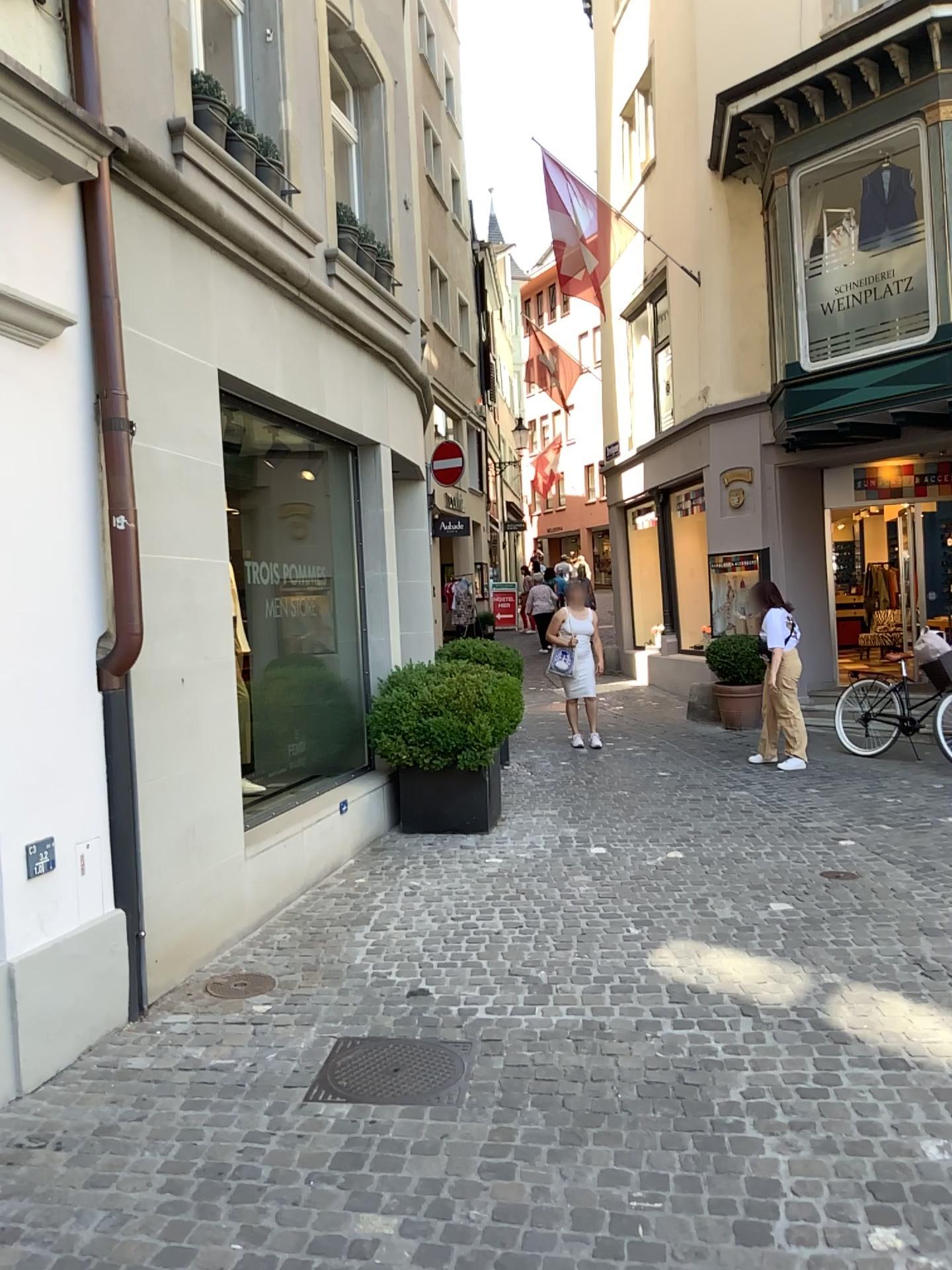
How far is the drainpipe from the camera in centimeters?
388cm

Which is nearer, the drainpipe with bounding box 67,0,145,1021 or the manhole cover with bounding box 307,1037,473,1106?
the manhole cover with bounding box 307,1037,473,1106

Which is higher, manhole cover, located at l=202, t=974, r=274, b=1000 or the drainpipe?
the drainpipe

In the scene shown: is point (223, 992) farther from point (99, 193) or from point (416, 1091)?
point (99, 193)

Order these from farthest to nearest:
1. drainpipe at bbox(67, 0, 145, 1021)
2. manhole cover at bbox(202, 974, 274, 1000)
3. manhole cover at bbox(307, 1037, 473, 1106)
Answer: manhole cover at bbox(202, 974, 274, 1000), drainpipe at bbox(67, 0, 145, 1021), manhole cover at bbox(307, 1037, 473, 1106)

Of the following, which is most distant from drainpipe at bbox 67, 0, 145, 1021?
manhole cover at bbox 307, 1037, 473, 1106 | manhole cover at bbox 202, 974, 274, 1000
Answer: manhole cover at bbox 307, 1037, 473, 1106

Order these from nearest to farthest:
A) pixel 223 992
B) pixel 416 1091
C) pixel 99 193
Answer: pixel 416 1091 < pixel 99 193 < pixel 223 992

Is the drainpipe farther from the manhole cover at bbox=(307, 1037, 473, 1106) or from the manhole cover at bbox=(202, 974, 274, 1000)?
→ the manhole cover at bbox=(307, 1037, 473, 1106)

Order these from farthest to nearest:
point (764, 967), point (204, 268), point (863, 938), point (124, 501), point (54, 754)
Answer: point (204, 268)
point (863, 938)
point (764, 967)
point (124, 501)
point (54, 754)

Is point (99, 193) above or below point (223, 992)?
above
